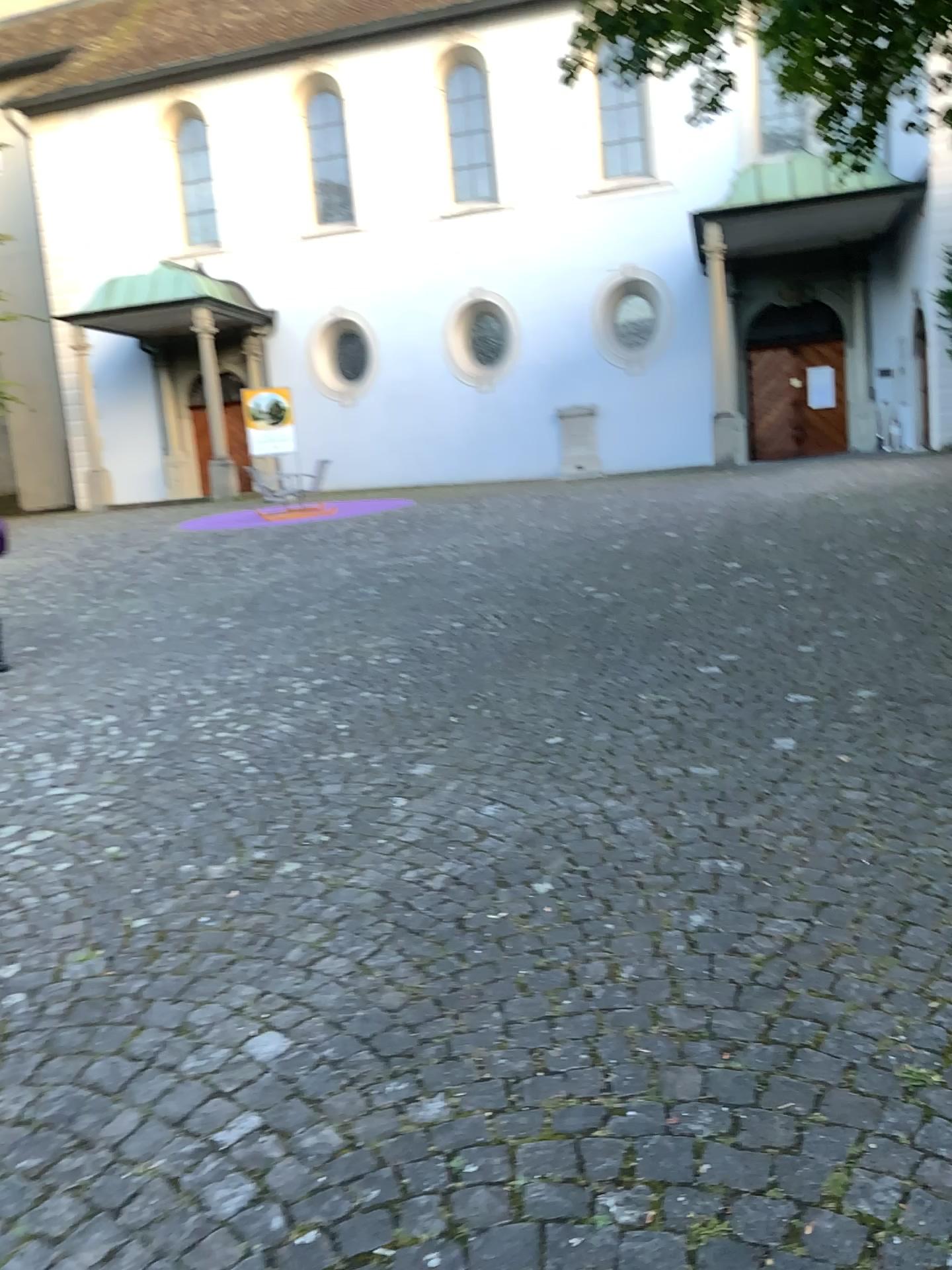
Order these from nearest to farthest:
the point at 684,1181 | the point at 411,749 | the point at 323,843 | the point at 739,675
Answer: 1. the point at 684,1181
2. the point at 323,843
3. the point at 411,749
4. the point at 739,675
